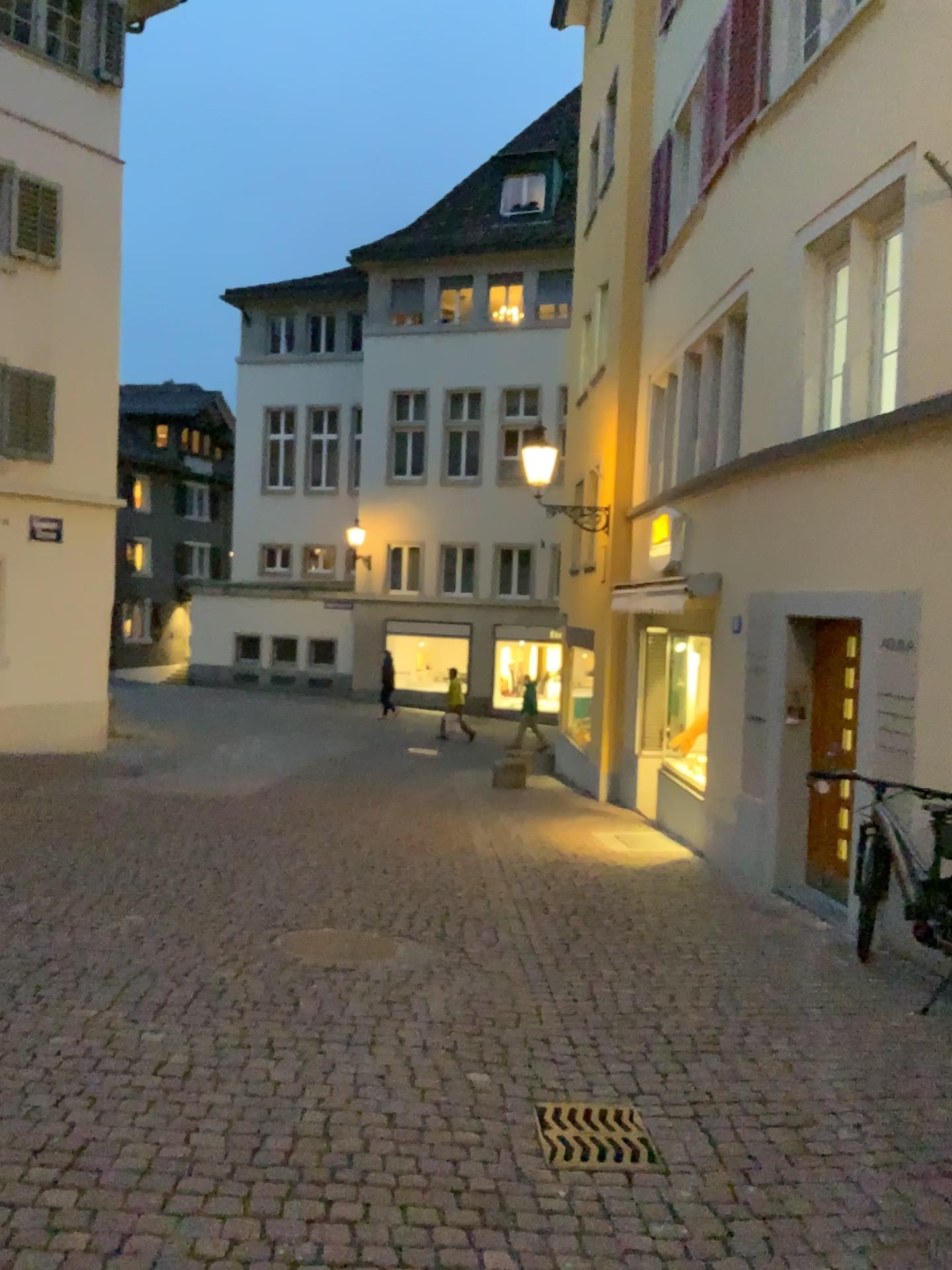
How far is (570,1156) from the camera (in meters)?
3.40

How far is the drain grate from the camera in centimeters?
340cm

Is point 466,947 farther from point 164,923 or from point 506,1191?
point 506,1191
